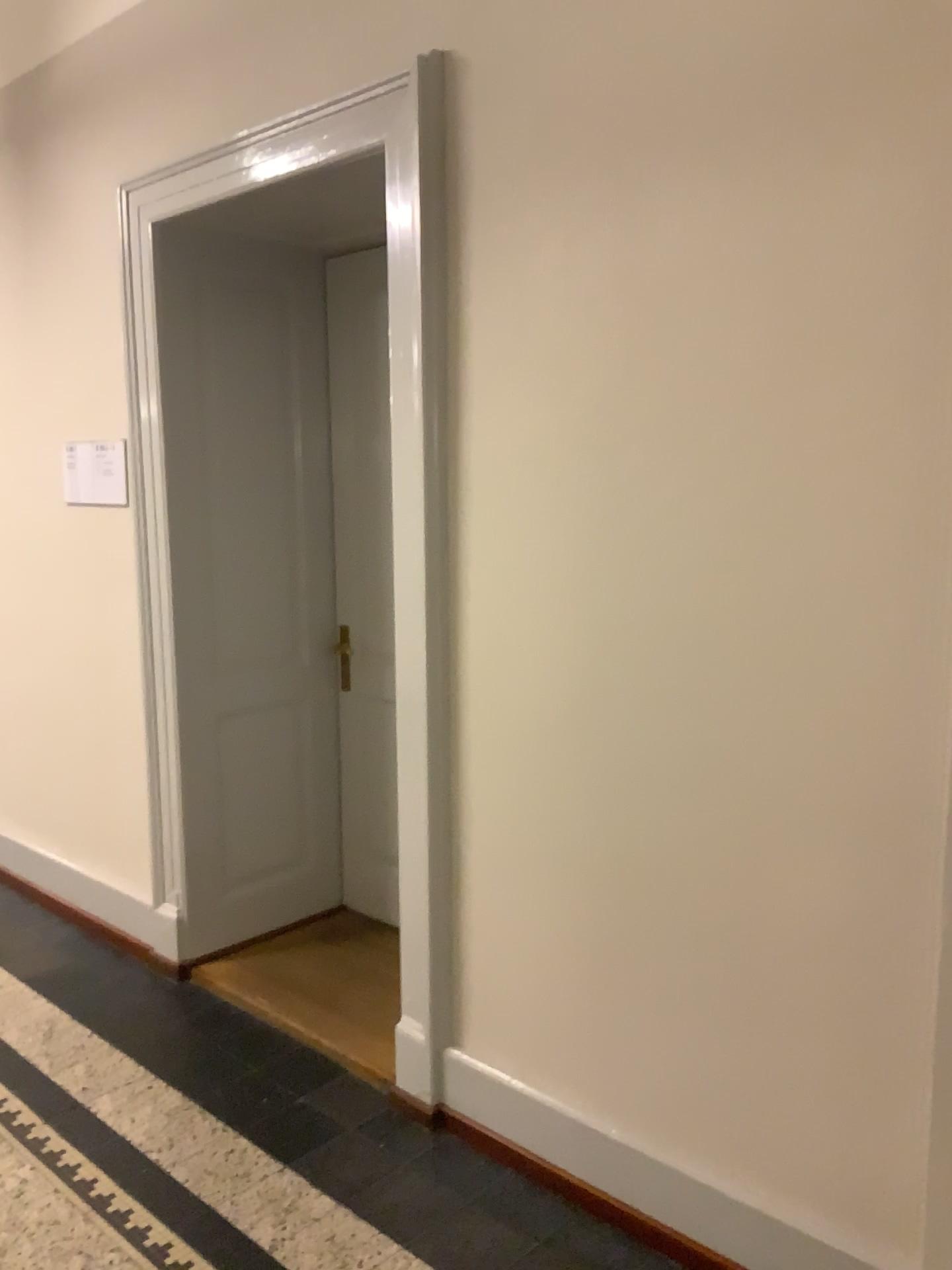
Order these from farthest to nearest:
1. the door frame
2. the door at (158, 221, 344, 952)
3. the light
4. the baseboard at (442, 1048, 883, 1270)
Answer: the door at (158, 221, 344, 952), the light, the door frame, the baseboard at (442, 1048, 883, 1270)

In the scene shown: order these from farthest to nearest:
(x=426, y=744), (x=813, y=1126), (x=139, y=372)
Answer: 1. (x=139, y=372)
2. (x=426, y=744)
3. (x=813, y=1126)

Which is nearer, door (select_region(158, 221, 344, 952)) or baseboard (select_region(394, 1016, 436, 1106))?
baseboard (select_region(394, 1016, 436, 1106))

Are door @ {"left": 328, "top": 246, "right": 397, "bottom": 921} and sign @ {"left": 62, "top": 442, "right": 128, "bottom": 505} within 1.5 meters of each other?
yes

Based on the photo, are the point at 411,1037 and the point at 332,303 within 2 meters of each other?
no

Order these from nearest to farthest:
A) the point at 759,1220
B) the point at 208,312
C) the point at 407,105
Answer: the point at 759,1220 → the point at 407,105 → the point at 208,312

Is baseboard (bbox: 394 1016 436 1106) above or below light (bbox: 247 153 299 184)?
below

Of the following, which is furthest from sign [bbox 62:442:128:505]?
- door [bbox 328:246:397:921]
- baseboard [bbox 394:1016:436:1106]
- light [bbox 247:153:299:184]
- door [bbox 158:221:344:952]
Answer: baseboard [bbox 394:1016:436:1106]

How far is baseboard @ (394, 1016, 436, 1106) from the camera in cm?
266

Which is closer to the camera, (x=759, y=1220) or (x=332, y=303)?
(x=759, y=1220)
